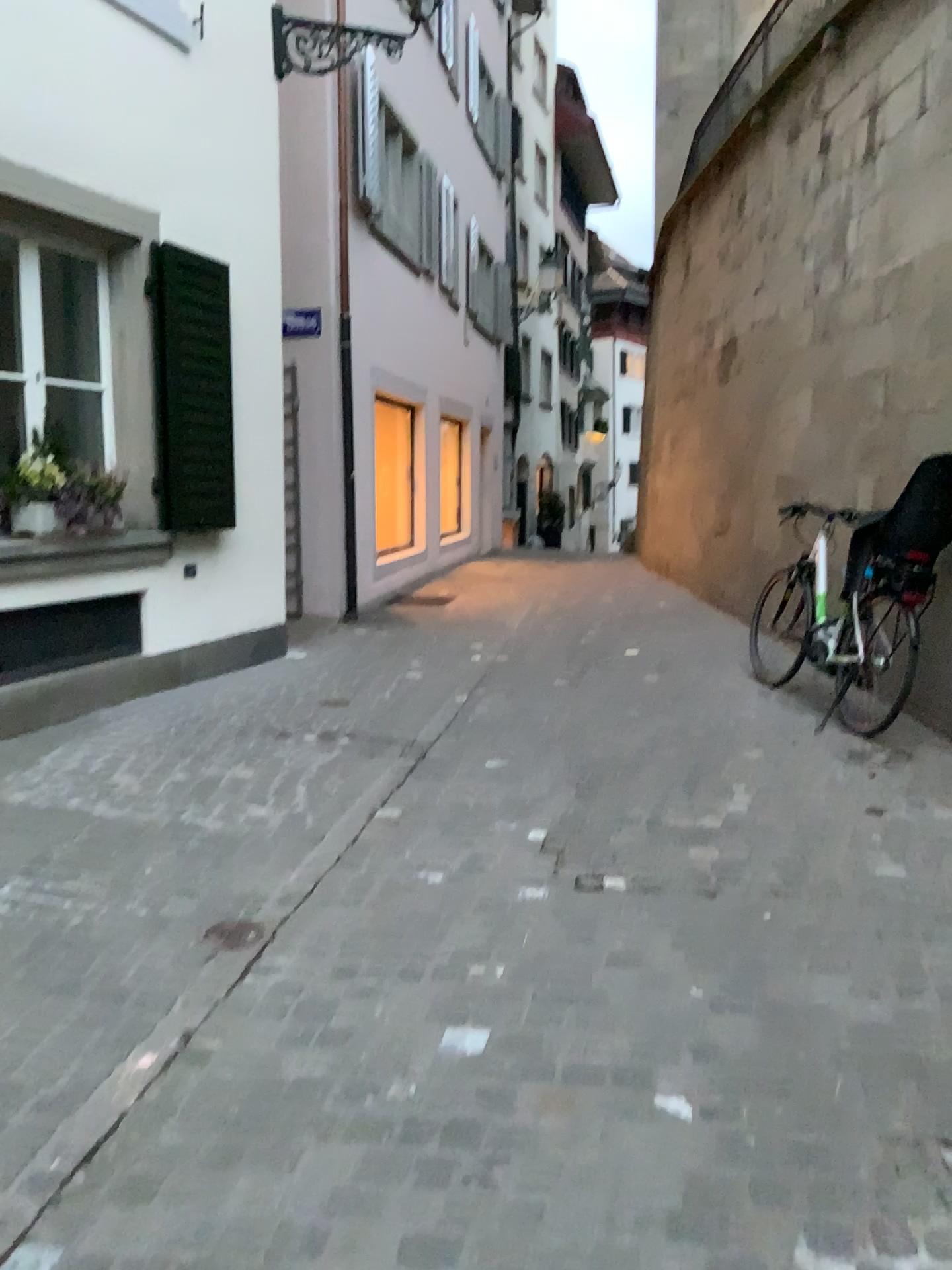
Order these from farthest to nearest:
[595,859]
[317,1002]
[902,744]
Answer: [902,744] → [595,859] → [317,1002]
